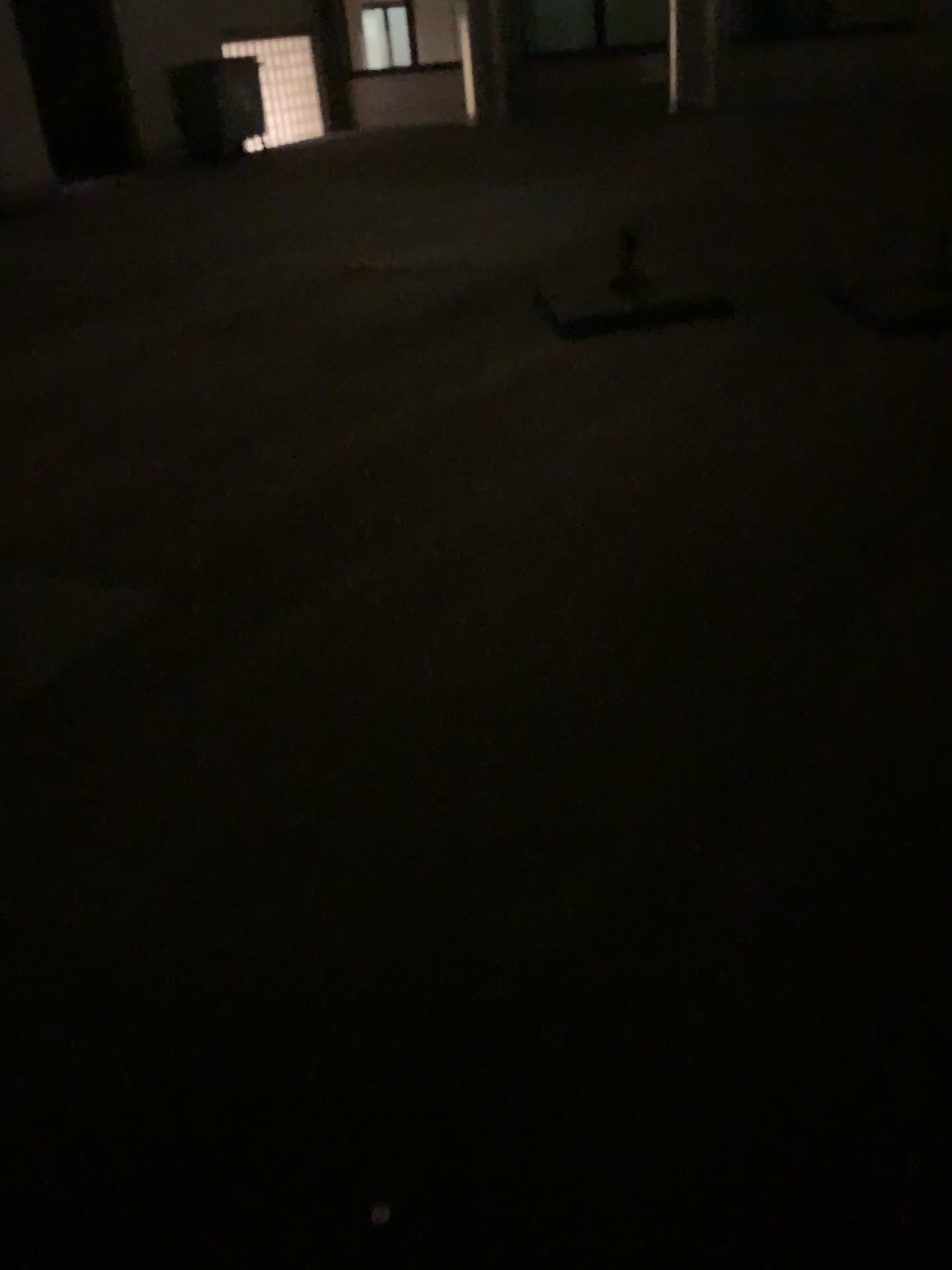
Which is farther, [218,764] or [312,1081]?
[218,764]
